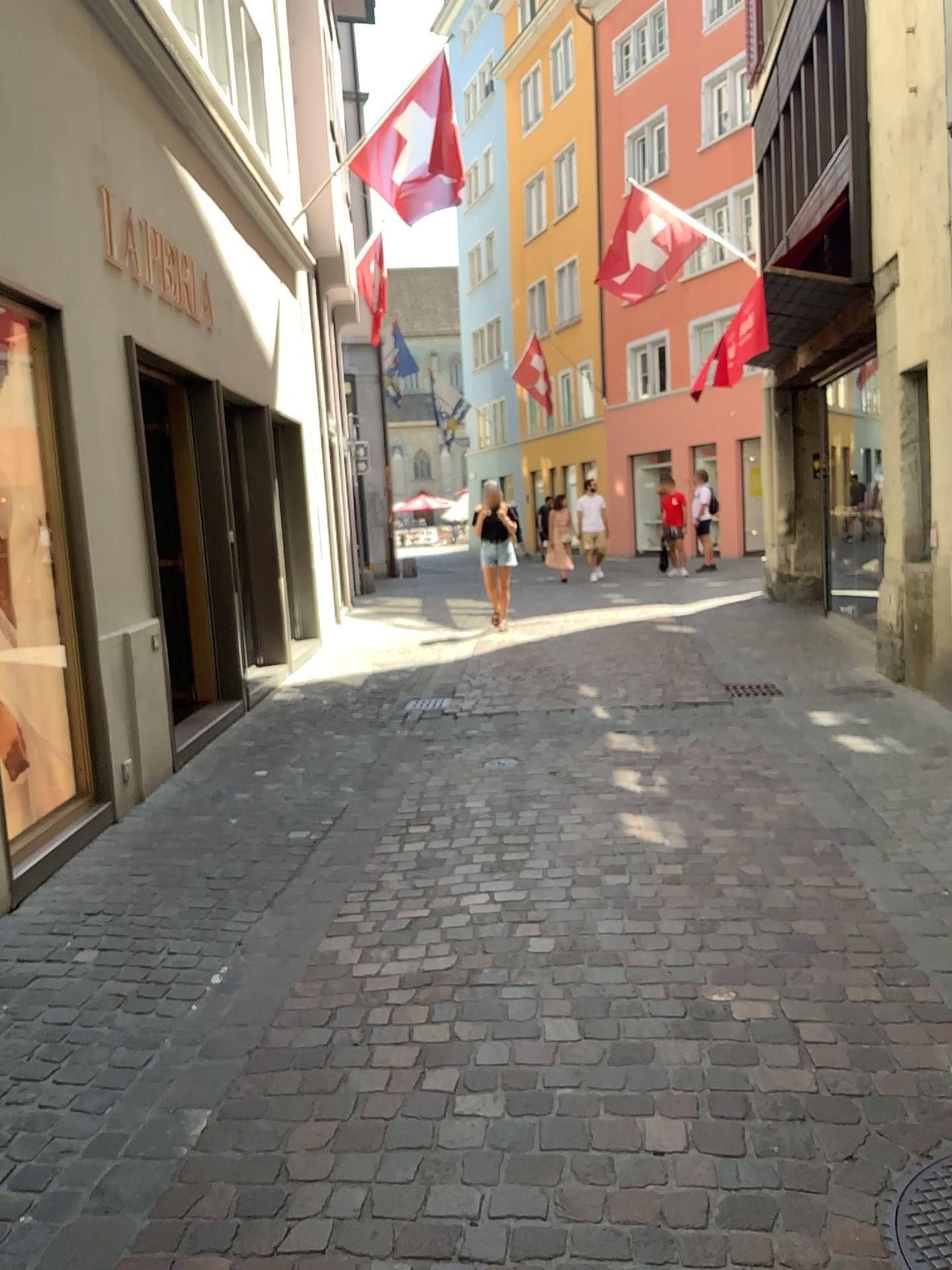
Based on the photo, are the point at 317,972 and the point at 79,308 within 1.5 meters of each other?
no
